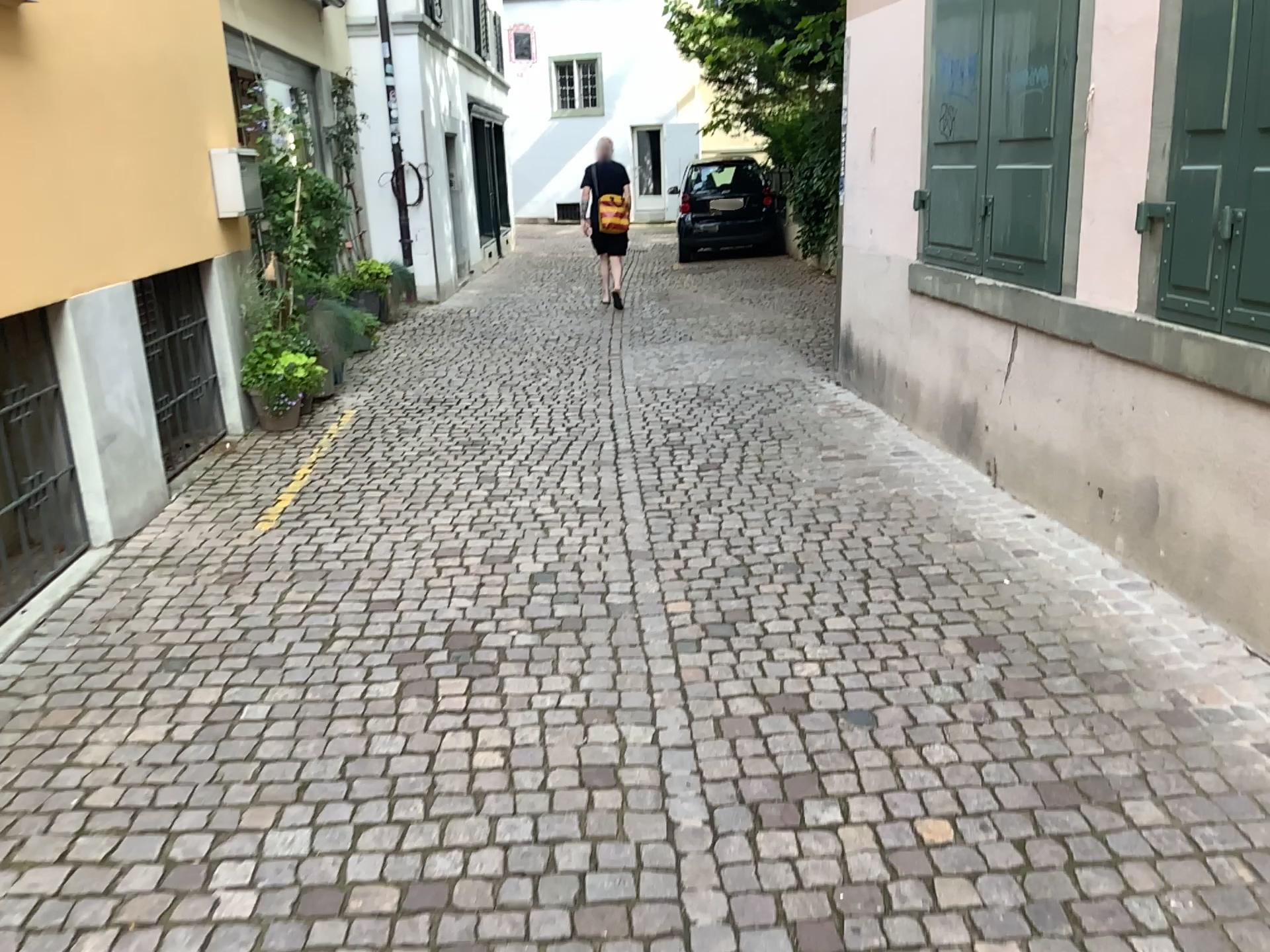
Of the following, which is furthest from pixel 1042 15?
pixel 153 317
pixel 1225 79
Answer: pixel 153 317

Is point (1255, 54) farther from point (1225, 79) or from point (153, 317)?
point (153, 317)

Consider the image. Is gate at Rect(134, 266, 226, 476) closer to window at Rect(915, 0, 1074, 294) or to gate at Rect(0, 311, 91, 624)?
gate at Rect(0, 311, 91, 624)

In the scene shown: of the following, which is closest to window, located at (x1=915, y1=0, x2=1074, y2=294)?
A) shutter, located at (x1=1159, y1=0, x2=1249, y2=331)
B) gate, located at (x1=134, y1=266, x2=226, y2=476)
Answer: shutter, located at (x1=1159, y1=0, x2=1249, y2=331)

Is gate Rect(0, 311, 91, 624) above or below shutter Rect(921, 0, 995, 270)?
below

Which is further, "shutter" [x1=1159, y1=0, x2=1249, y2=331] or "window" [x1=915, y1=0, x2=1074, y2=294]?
"window" [x1=915, y1=0, x2=1074, y2=294]

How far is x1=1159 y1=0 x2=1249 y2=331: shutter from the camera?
3.0m

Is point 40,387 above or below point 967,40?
below

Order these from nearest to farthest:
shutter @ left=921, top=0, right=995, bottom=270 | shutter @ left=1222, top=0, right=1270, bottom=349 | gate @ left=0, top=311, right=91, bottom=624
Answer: shutter @ left=1222, top=0, right=1270, bottom=349, gate @ left=0, top=311, right=91, bottom=624, shutter @ left=921, top=0, right=995, bottom=270

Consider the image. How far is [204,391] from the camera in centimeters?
536cm
